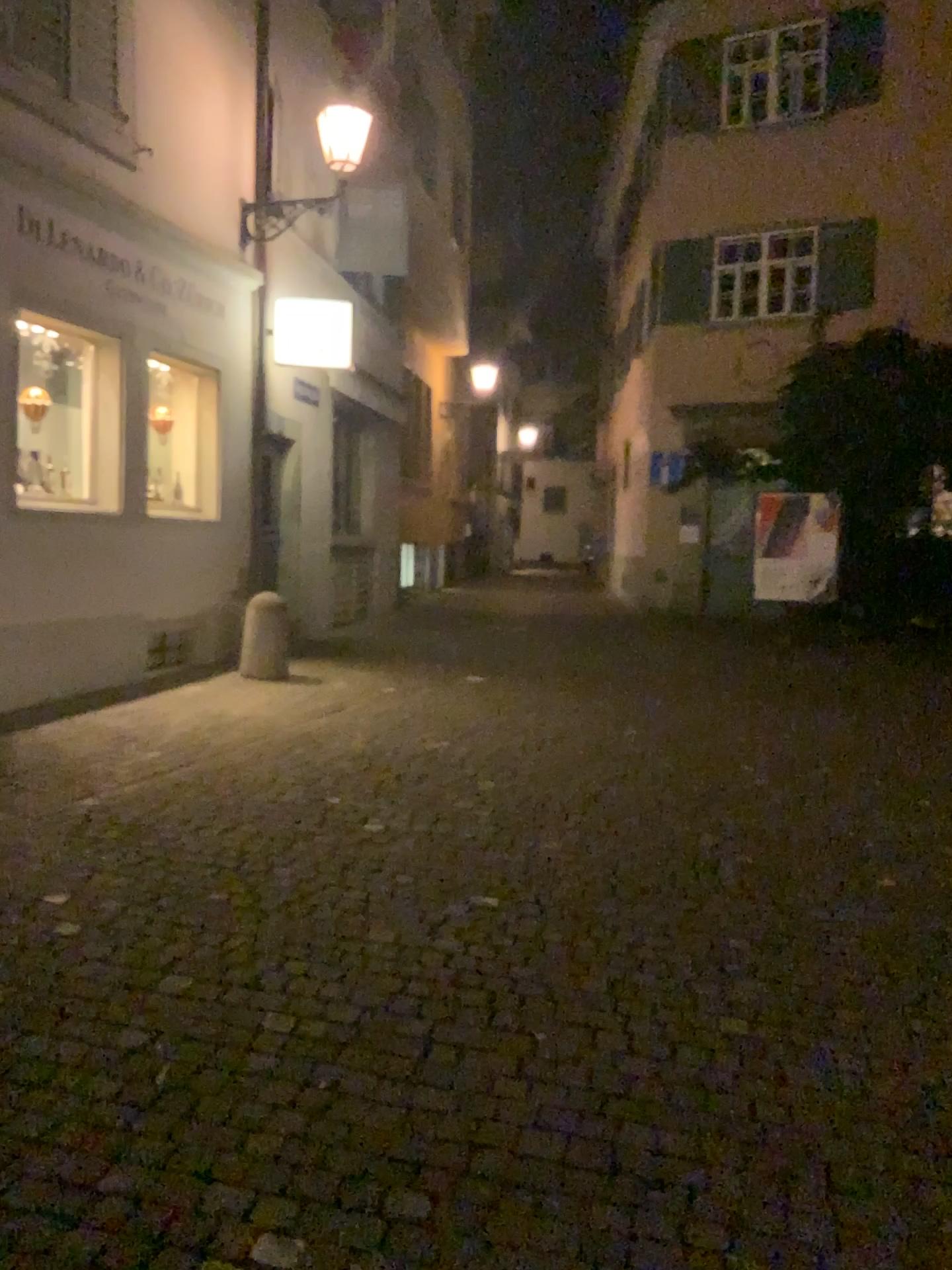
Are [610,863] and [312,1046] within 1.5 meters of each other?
no
